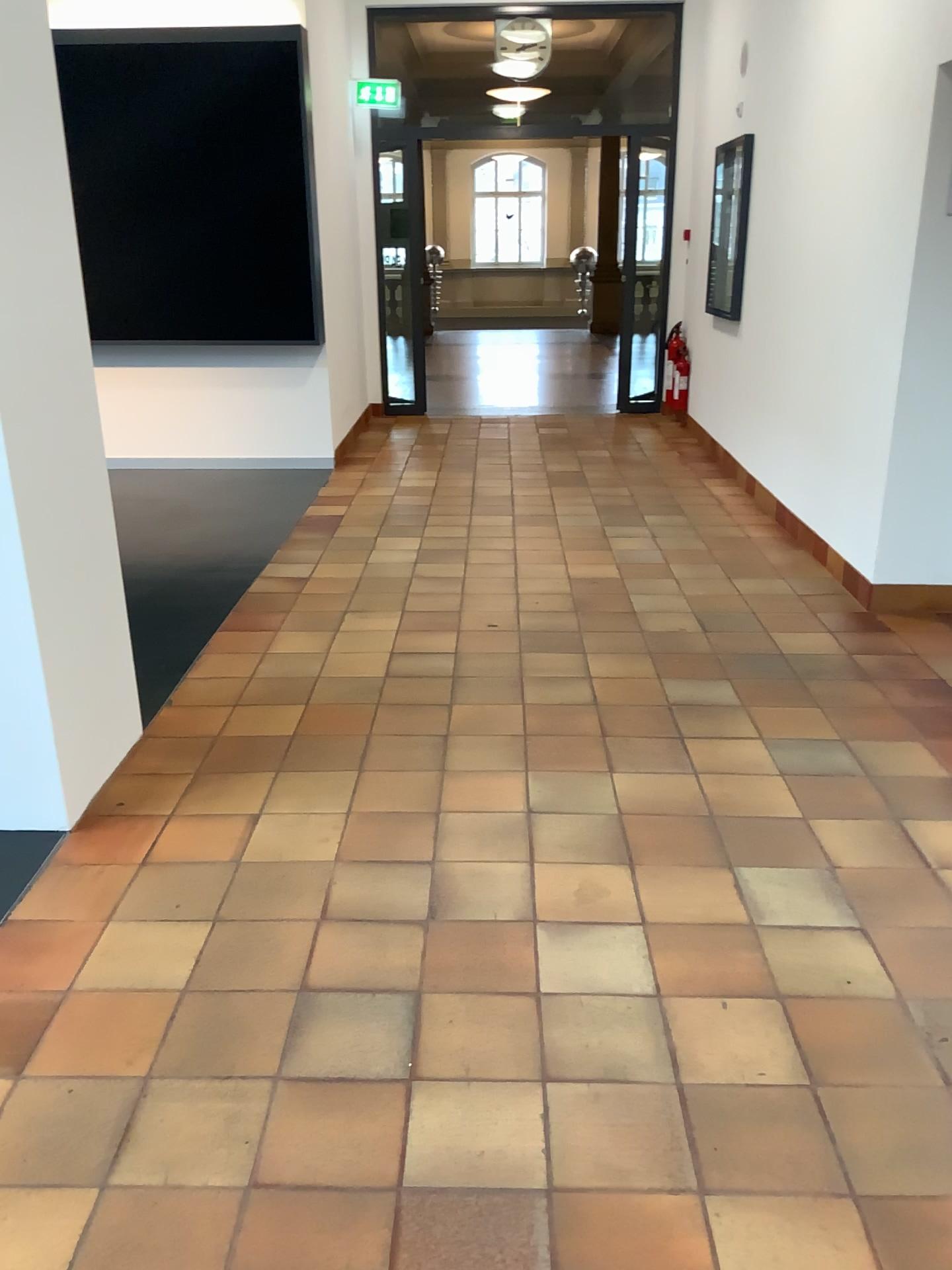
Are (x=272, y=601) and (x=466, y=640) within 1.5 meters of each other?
yes
